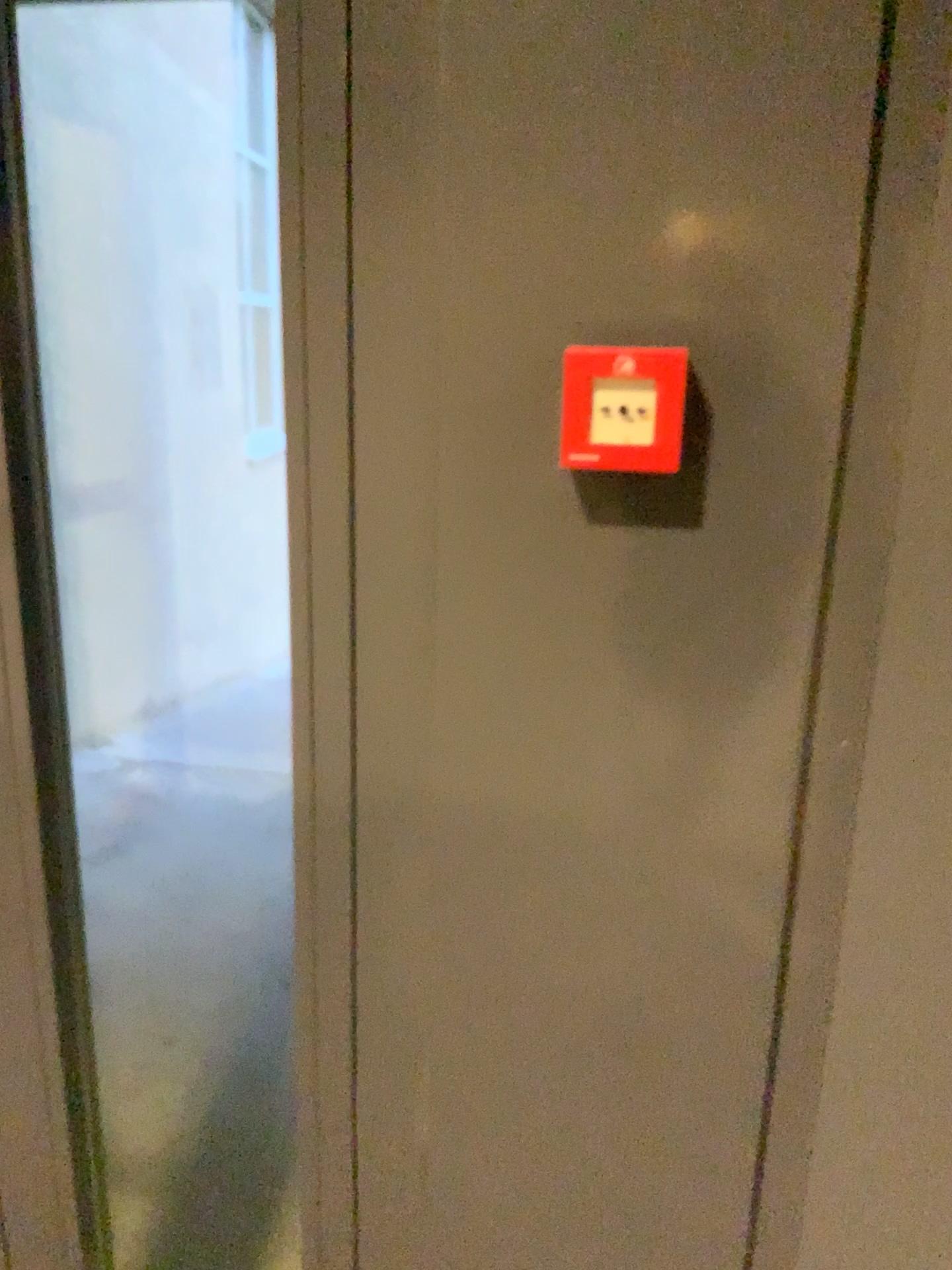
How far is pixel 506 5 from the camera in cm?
76

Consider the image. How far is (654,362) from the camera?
0.77m

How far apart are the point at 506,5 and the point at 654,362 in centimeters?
28cm

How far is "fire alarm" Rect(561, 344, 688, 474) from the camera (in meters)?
0.77

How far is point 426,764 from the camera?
0.9 meters

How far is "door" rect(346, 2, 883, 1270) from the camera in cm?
76
